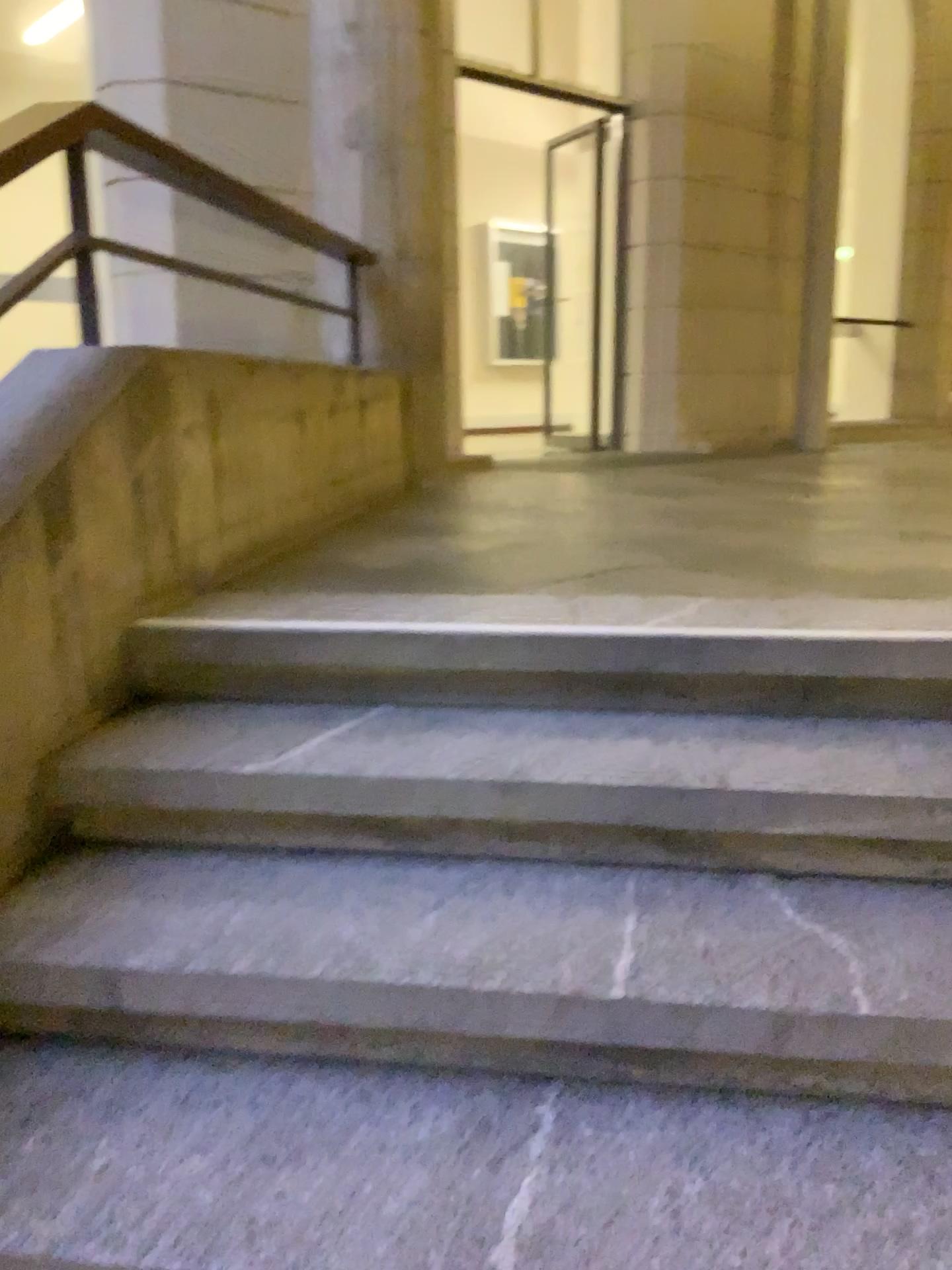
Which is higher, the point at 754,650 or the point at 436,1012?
the point at 754,650

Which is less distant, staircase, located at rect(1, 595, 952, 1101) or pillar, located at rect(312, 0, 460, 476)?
staircase, located at rect(1, 595, 952, 1101)

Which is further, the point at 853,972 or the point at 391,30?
the point at 391,30

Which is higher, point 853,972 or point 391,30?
point 391,30

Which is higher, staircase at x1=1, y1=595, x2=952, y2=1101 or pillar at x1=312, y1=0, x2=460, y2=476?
pillar at x1=312, y1=0, x2=460, y2=476
